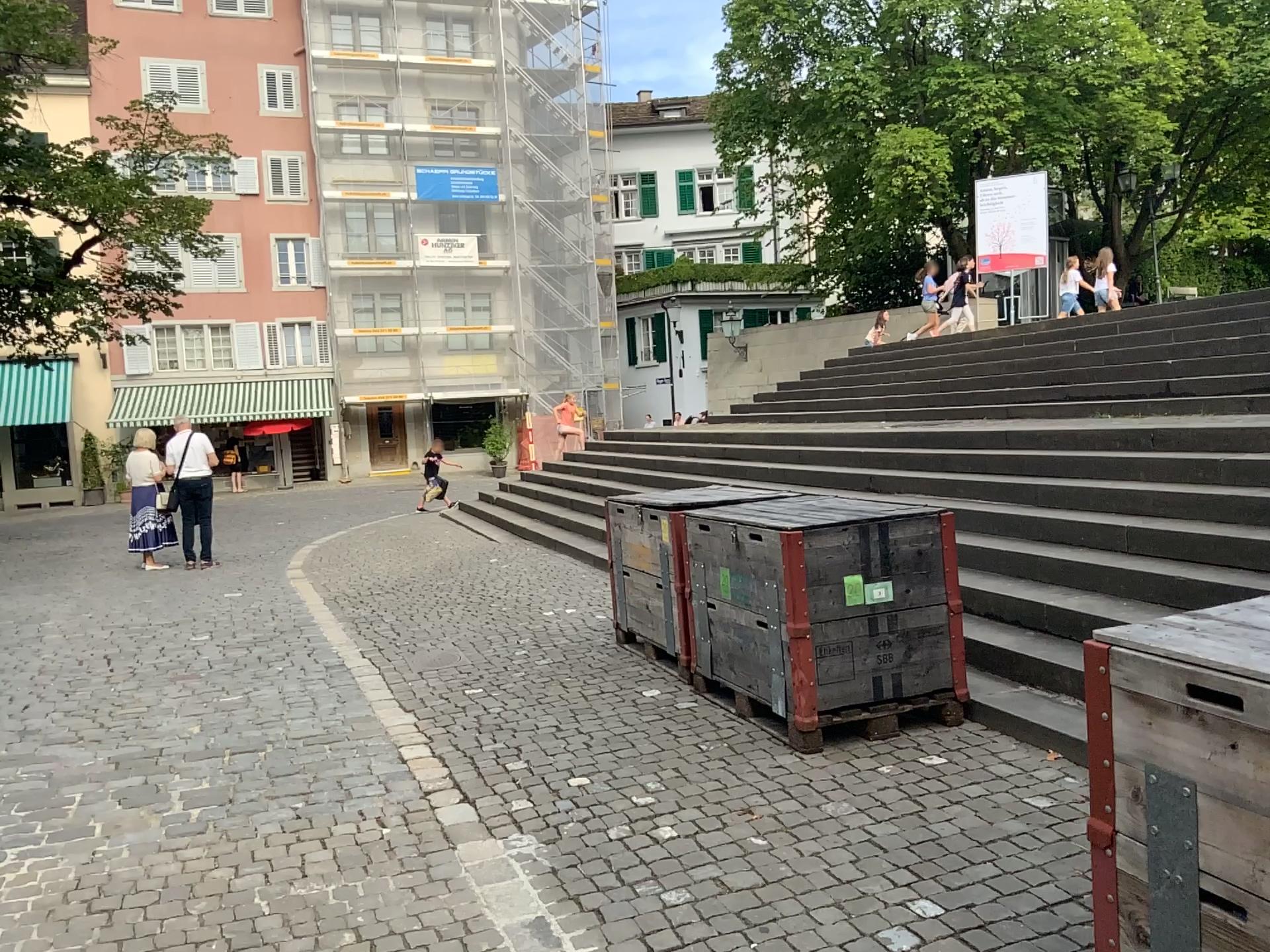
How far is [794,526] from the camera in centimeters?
438cm

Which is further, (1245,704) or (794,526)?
(794,526)

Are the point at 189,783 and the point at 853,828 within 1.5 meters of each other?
no

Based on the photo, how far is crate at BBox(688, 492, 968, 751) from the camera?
4.4 meters

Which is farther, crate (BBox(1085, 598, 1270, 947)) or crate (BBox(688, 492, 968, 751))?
crate (BBox(688, 492, 968, 751))
